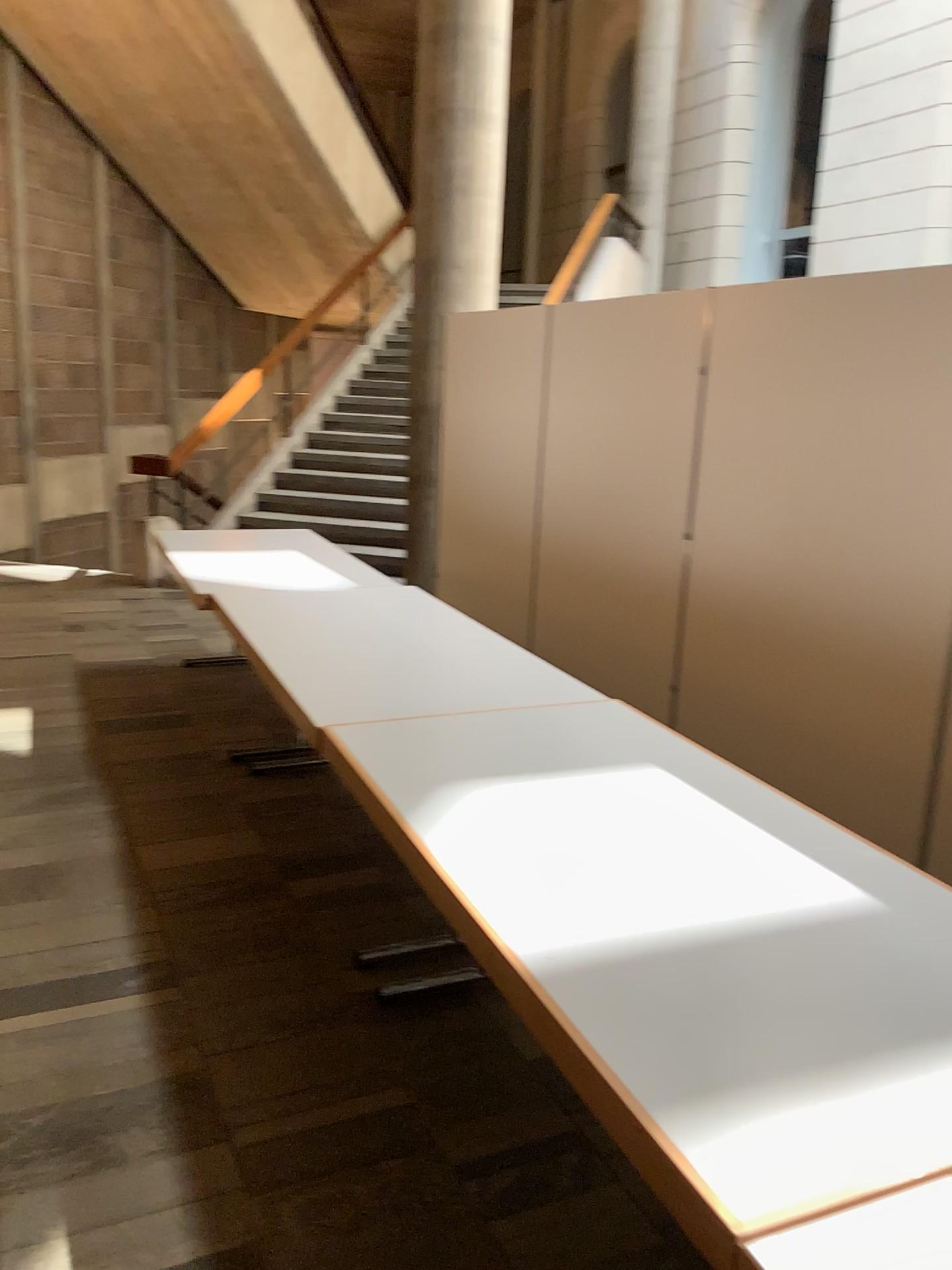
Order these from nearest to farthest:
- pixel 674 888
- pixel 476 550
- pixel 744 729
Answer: pixel 674 888 → pixel 744 729 → pixel 476 550
